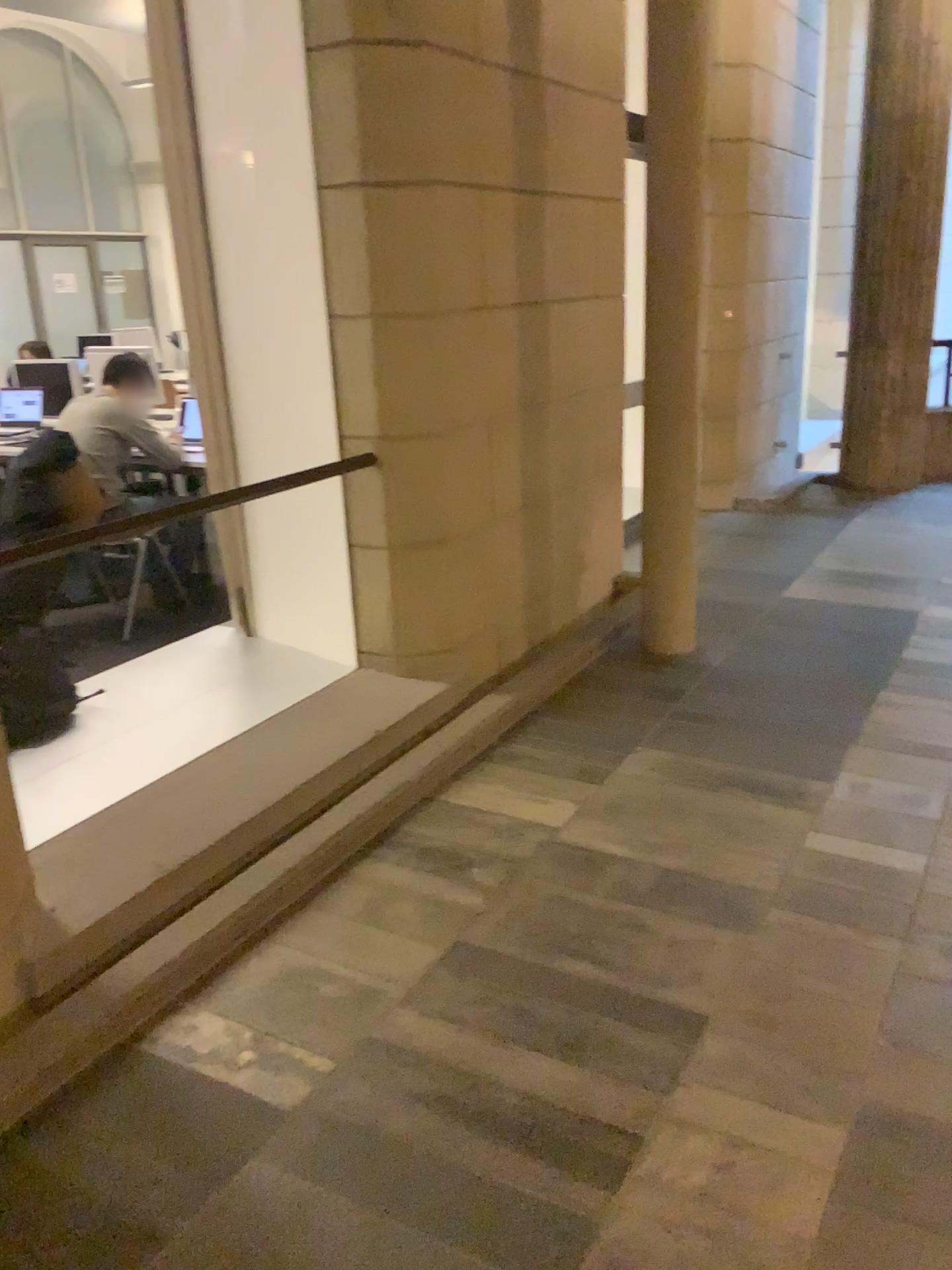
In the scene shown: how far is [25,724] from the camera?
3.3 meters

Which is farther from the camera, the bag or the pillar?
the pillar

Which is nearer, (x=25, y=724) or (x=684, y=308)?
(x=25, y=724)

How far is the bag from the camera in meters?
3.3 m

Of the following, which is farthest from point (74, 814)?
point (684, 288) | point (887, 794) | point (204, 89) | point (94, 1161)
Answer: point (684, 288)

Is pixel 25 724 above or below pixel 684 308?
below
